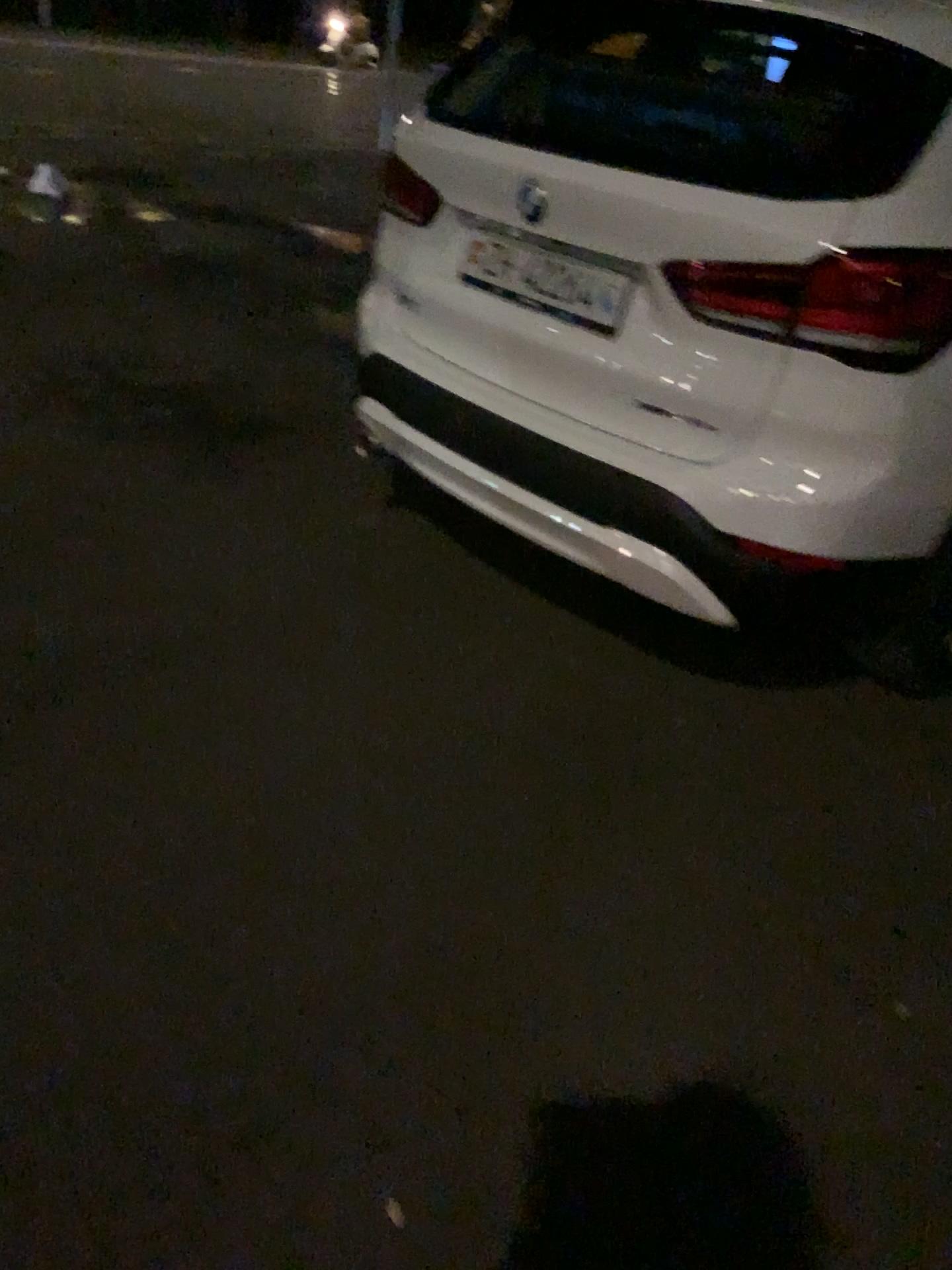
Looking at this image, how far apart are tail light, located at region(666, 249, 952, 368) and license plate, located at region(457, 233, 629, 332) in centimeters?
32cm

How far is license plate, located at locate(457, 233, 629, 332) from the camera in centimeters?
227cm

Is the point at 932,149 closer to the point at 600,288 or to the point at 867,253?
the point at 867,253

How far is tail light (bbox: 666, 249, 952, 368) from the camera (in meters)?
1.92

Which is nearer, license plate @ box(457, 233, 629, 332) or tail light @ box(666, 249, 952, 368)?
tail light @ box(666, 249, 952, 368)

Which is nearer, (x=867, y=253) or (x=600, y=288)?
(x=867, y=253)

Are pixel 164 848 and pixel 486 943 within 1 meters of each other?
yes

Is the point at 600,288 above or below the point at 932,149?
below
